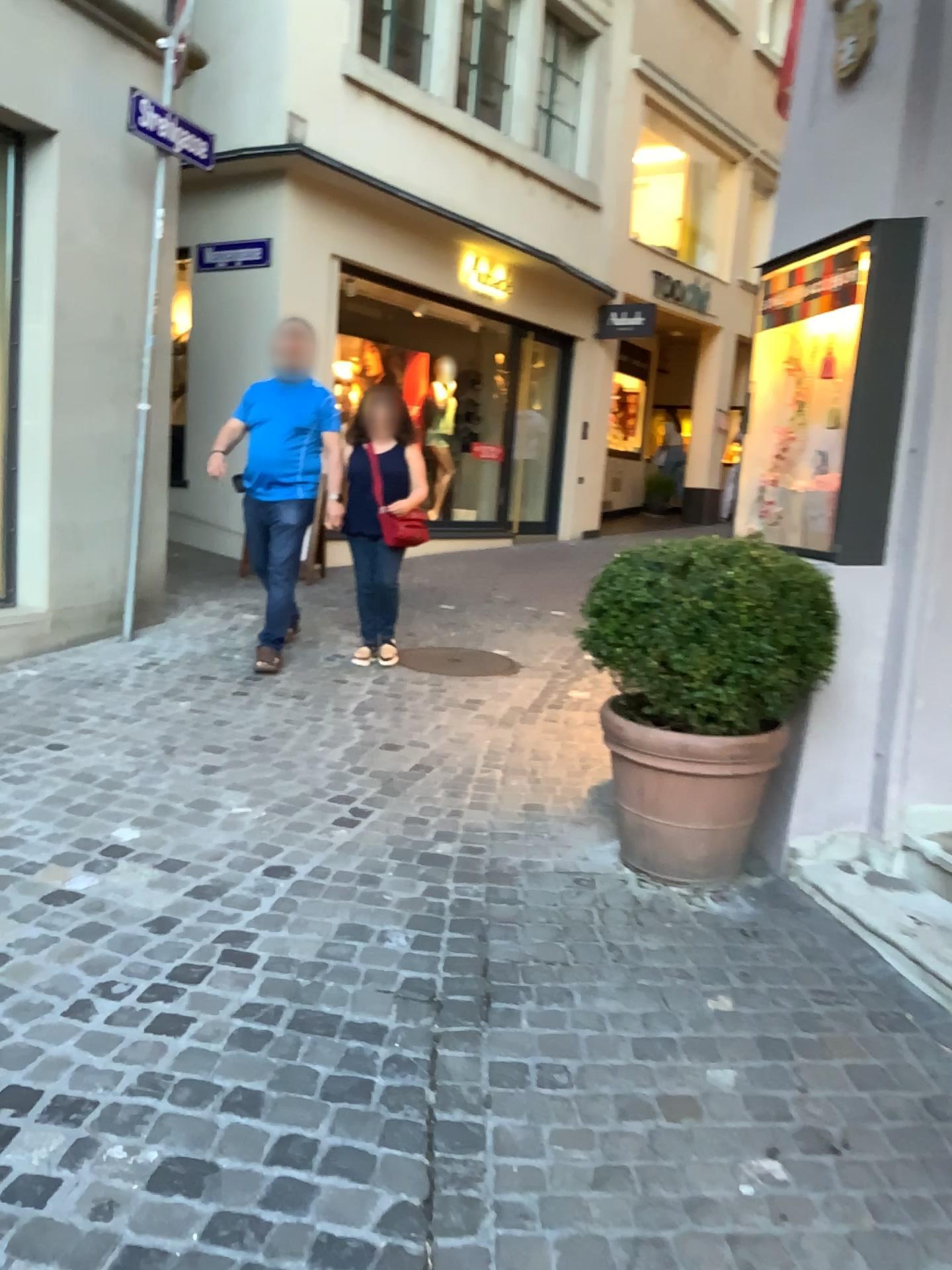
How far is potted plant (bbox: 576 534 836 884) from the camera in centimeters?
283cm

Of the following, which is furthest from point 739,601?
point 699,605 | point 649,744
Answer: point 649,744

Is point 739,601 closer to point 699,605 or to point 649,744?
point 699,605

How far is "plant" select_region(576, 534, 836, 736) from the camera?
2.8 meters

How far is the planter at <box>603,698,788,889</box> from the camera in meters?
3.0

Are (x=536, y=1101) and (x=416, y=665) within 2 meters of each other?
no

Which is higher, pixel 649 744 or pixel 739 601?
pixel 739 601
